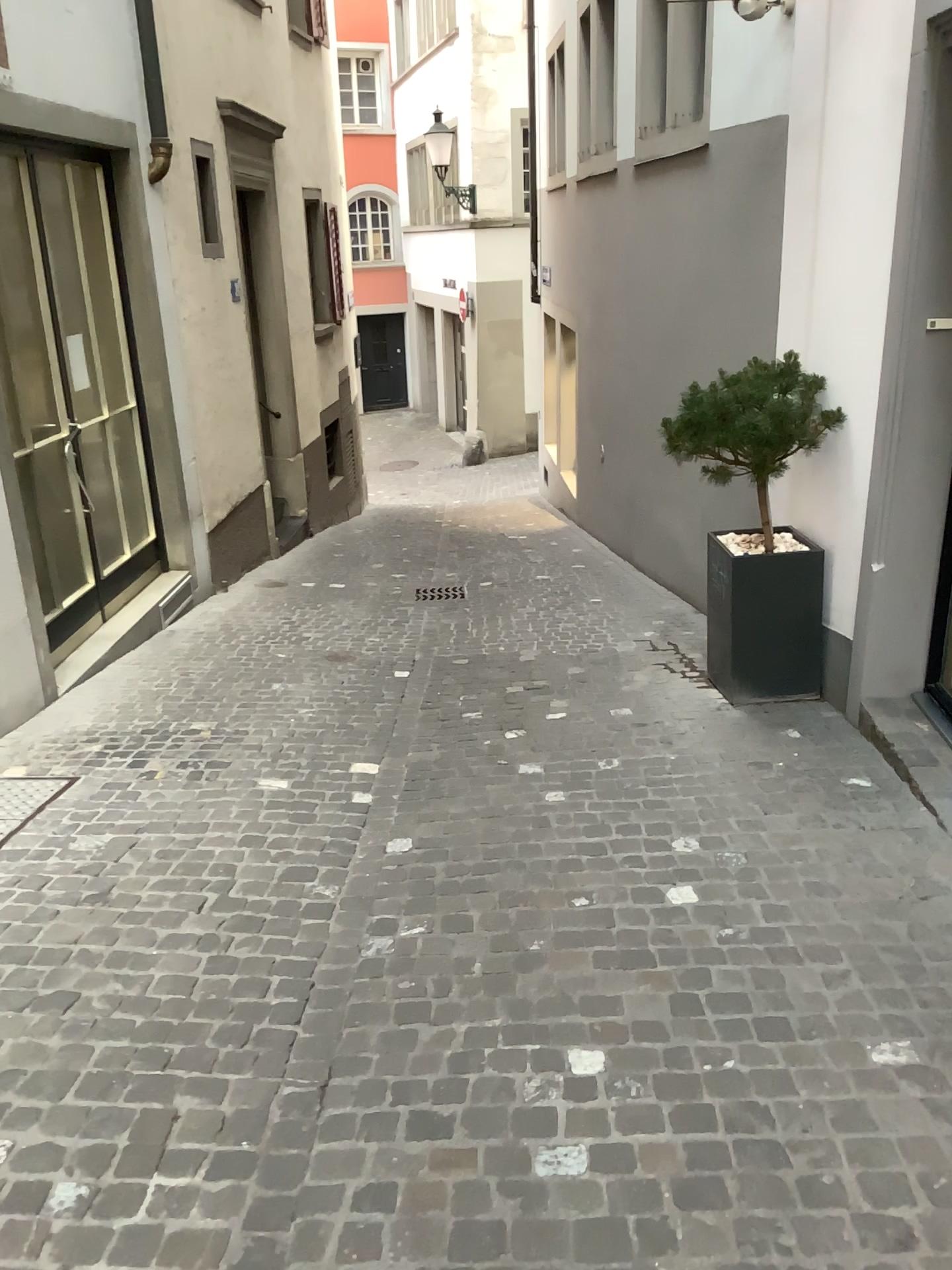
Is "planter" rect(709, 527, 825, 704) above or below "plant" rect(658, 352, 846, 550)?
below

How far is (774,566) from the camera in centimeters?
469cm

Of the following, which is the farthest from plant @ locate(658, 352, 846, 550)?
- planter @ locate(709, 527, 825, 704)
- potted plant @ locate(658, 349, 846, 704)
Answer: planter @ locate(709, 527, 825, 704)

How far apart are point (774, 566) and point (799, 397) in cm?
73

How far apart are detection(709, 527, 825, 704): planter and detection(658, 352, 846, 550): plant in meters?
0.3

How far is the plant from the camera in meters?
4.5 m

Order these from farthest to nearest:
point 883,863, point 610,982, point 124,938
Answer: point 883,863, point 124,938, point 610,982

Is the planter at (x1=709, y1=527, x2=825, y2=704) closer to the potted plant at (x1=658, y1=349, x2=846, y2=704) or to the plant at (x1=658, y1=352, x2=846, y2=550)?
the potted plant at (x1=658, y1=349, x2=846, y2=704)

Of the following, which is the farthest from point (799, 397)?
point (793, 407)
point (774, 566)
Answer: point (774, 566)
